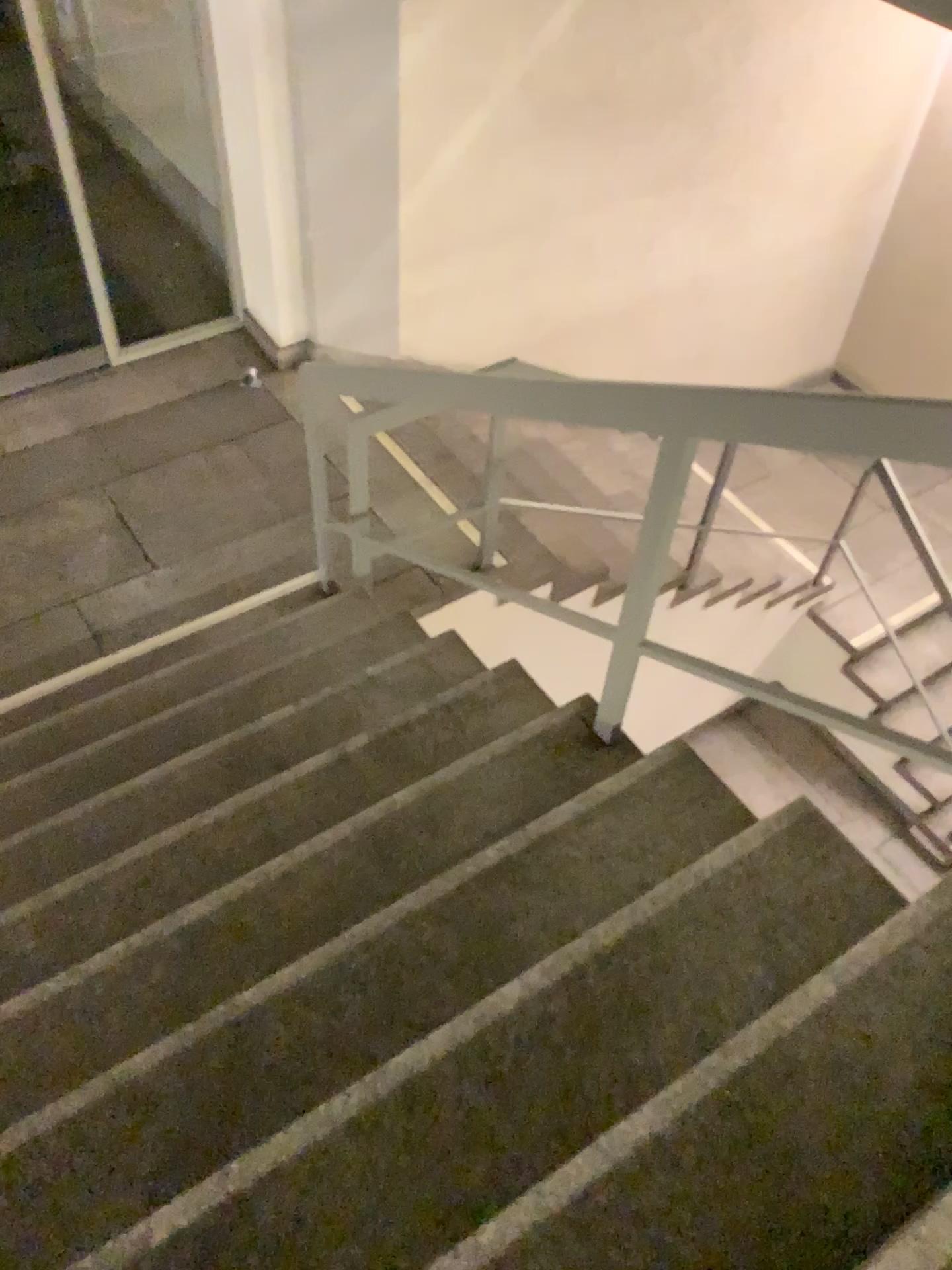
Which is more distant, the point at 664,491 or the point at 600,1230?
the point at 664,491

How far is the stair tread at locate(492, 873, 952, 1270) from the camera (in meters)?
1.29

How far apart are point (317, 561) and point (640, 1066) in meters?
2.2

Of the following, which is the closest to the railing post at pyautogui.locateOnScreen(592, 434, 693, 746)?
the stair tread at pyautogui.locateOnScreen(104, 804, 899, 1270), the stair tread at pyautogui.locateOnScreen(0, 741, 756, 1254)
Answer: the stair tread at pyautogui.locateOnScreen(0, 741, 756, 1254)

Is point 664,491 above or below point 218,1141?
above

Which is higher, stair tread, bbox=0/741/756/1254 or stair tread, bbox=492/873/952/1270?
stair tread, bbox=492/873/952/1270

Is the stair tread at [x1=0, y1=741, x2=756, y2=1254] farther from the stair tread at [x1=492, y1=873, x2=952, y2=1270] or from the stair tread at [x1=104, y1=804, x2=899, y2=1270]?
the stair tread at [x1=492, y1=873, x2=952, y2=1270]

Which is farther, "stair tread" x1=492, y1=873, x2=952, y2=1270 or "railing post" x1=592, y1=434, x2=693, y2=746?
"railing post" x1=592, y1=434, x2=693, y2=746

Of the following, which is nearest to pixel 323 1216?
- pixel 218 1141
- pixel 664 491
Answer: pixel 218 1141

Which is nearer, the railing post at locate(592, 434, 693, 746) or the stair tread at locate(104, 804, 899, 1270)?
the stair tread at locate(104, 804, 899, 1270)
